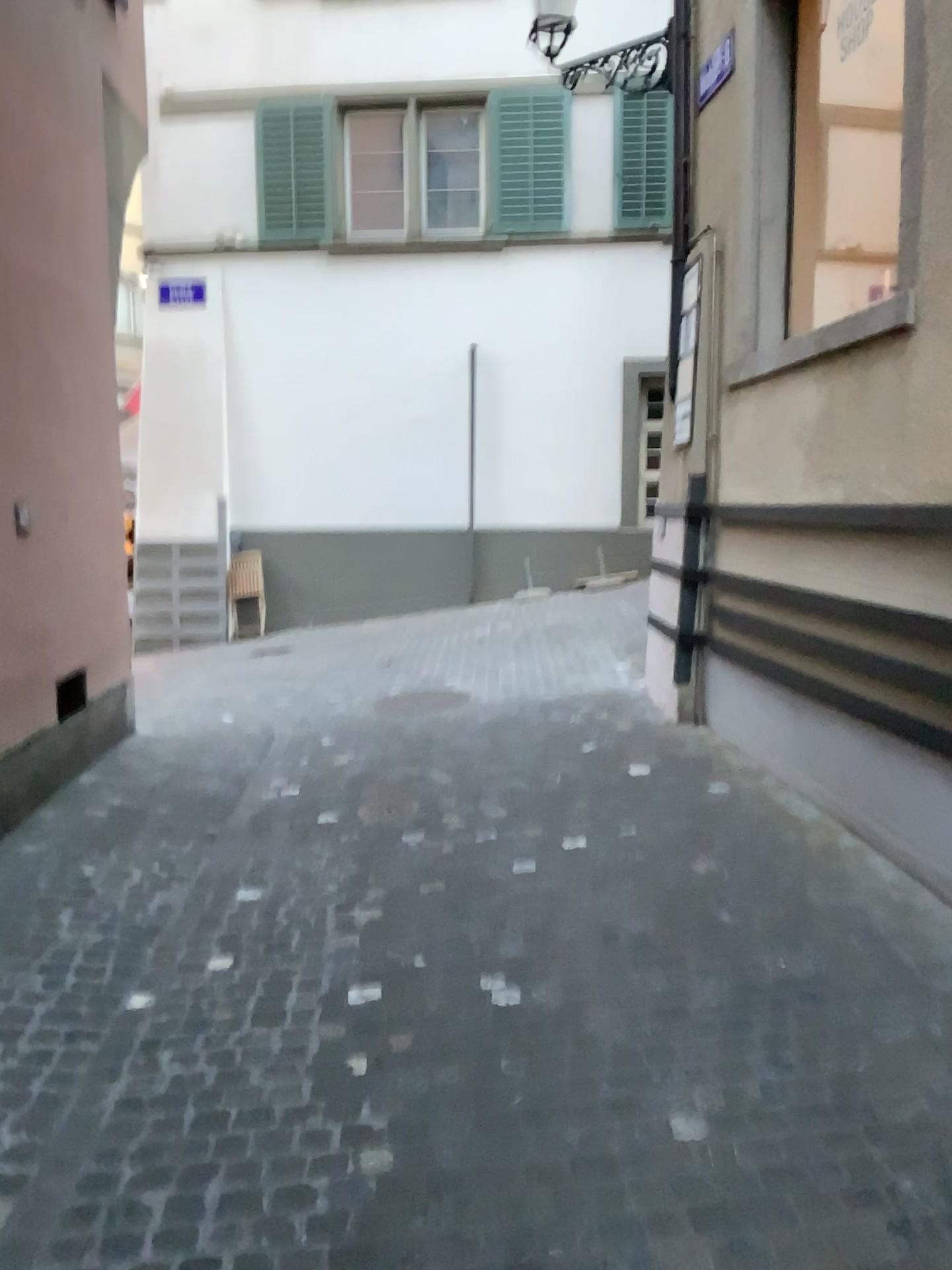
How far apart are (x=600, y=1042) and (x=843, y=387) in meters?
2.7 m
